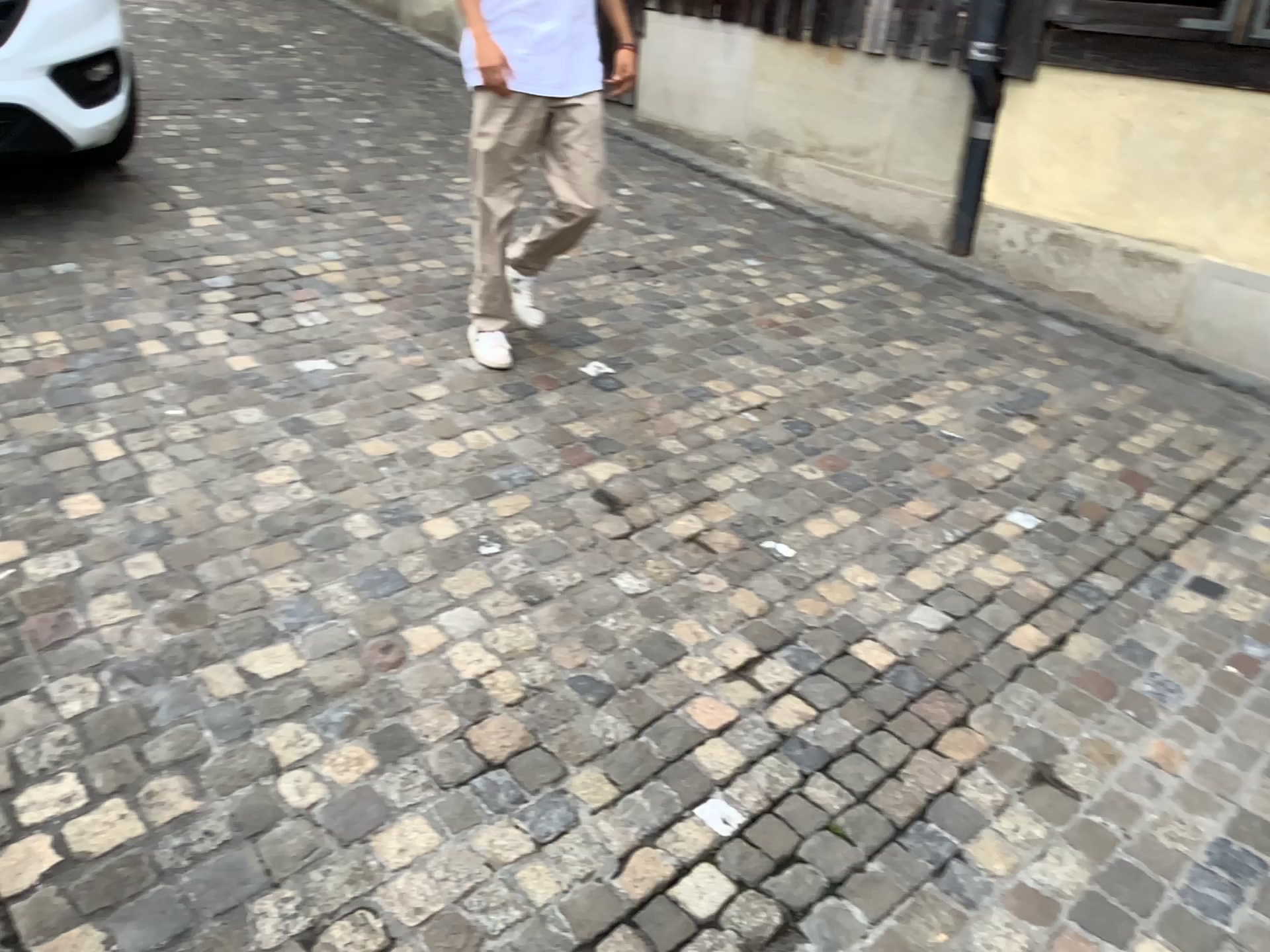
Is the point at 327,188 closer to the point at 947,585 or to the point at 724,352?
the point at 724,352
